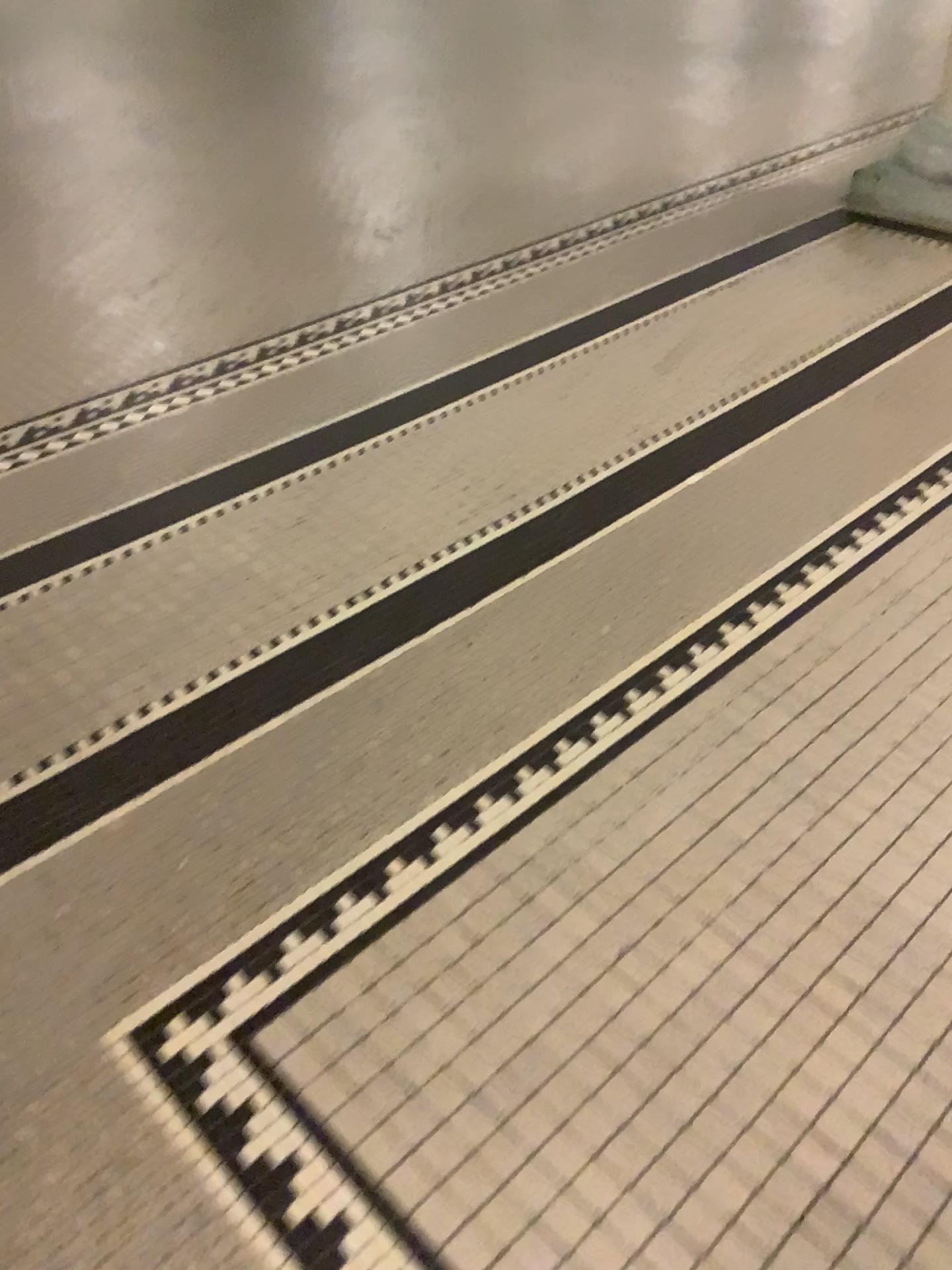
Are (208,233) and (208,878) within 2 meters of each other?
no

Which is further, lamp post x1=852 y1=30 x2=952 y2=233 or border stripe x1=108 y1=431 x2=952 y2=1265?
lamp post x1=852 y1=30 x2=952 y2=233

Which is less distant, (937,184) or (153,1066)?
(153,1066)

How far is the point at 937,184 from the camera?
3.28m

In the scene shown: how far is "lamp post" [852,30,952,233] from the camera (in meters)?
3.28
